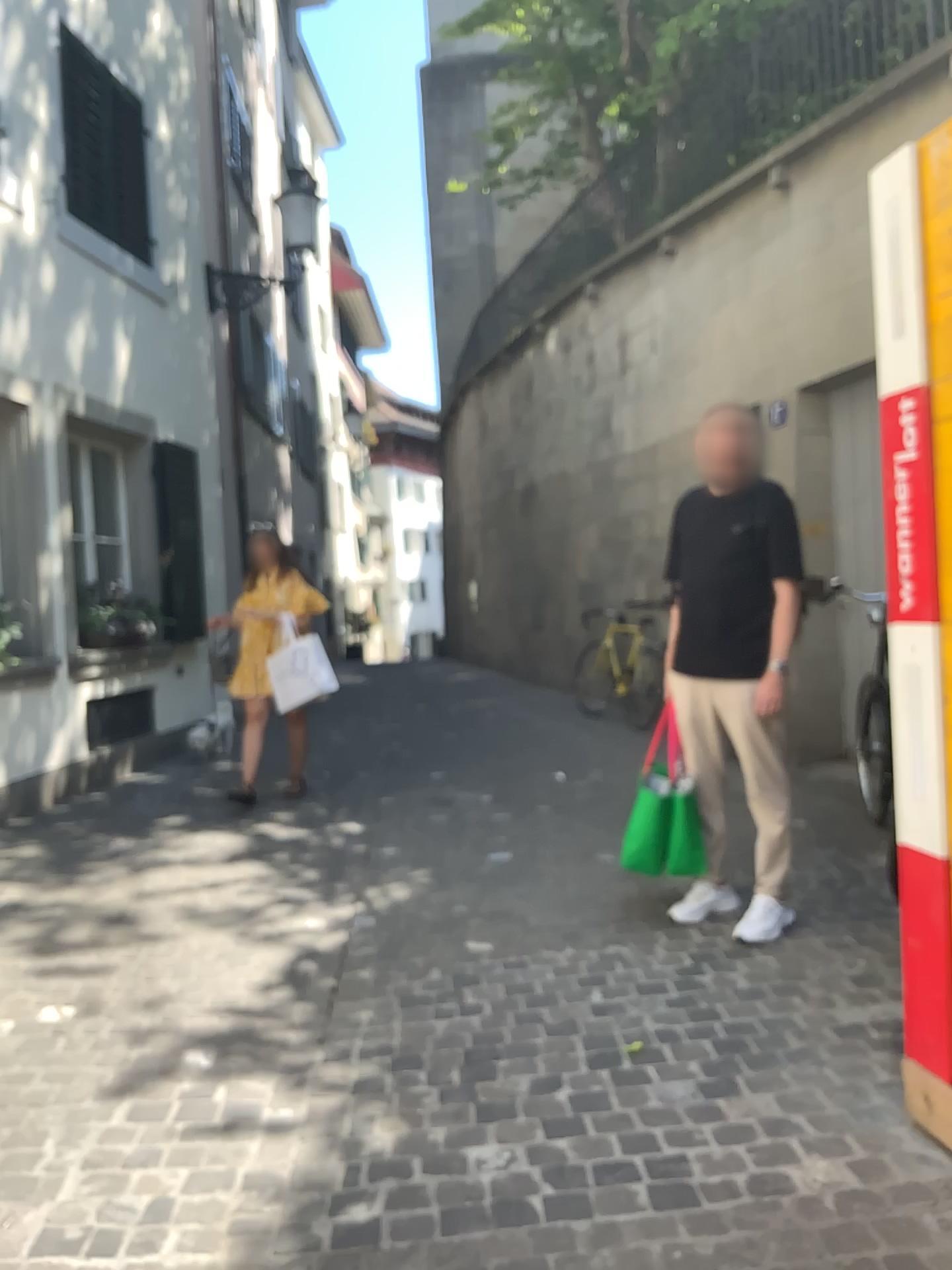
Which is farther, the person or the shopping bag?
the shopping bag

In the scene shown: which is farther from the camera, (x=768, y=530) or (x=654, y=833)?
(x=654, y=833)

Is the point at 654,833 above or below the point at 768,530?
below

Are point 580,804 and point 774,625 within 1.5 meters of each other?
no
